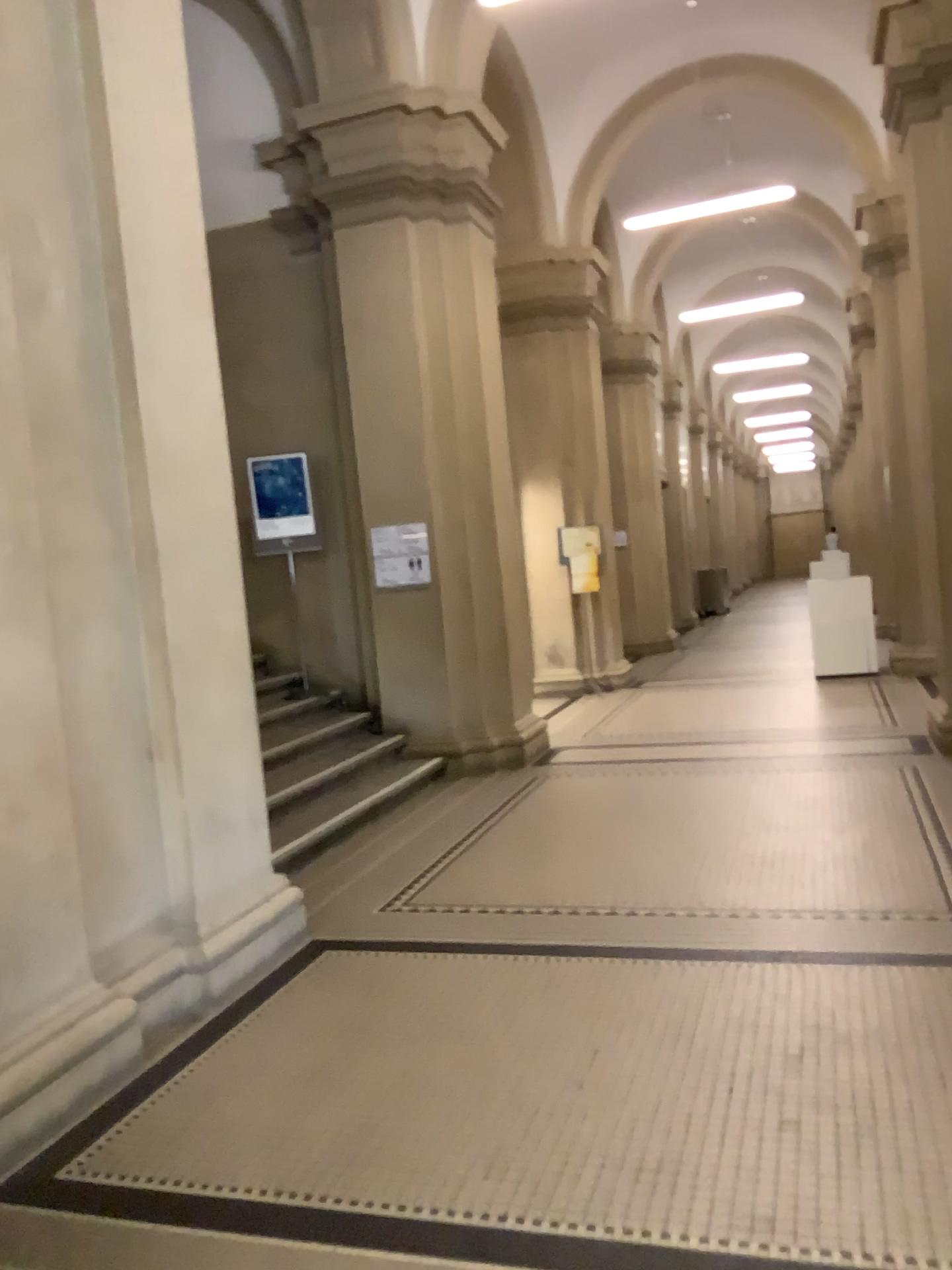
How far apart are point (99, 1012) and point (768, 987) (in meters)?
2.10
